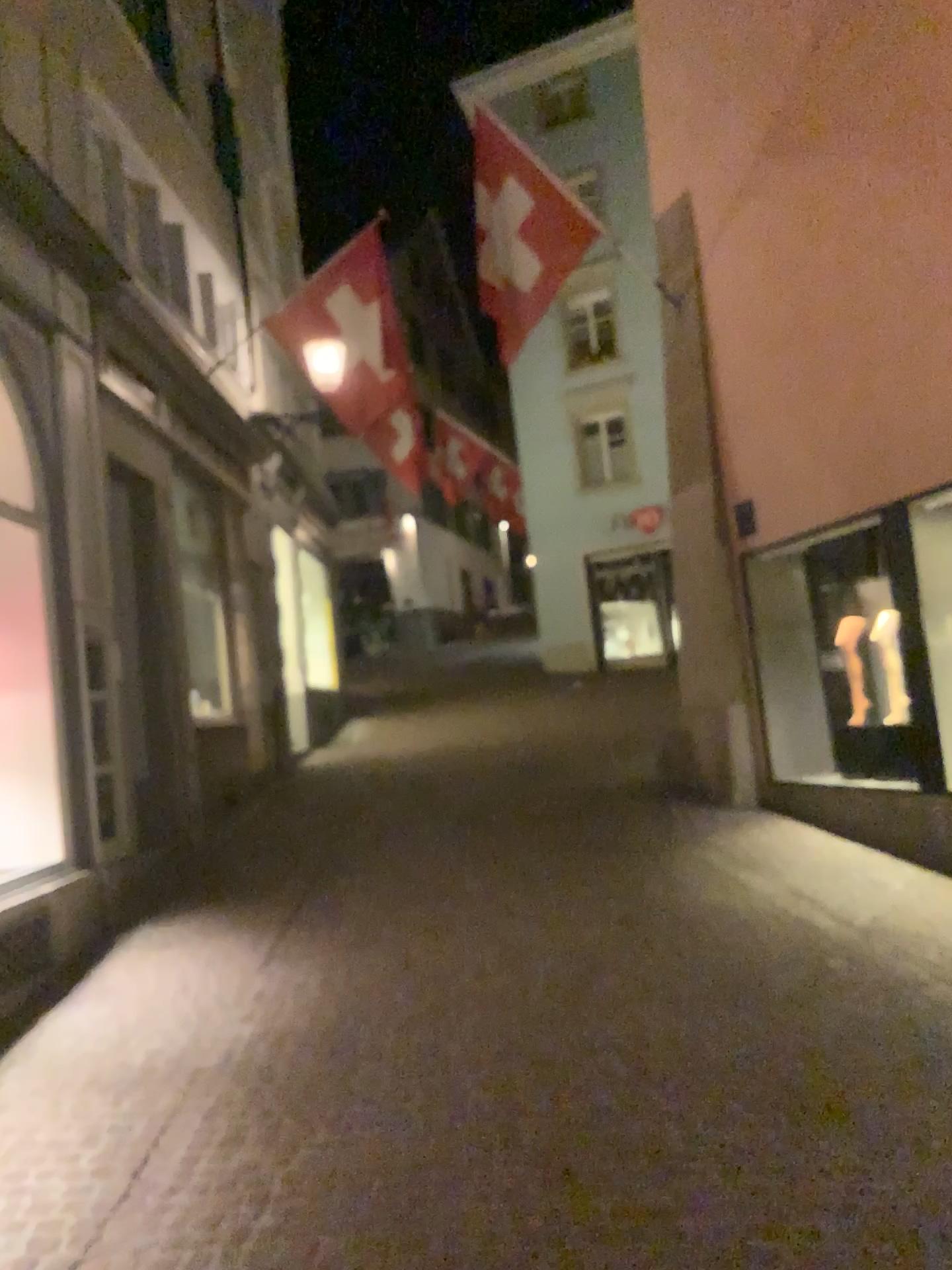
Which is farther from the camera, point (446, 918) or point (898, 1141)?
point (446, 918)
